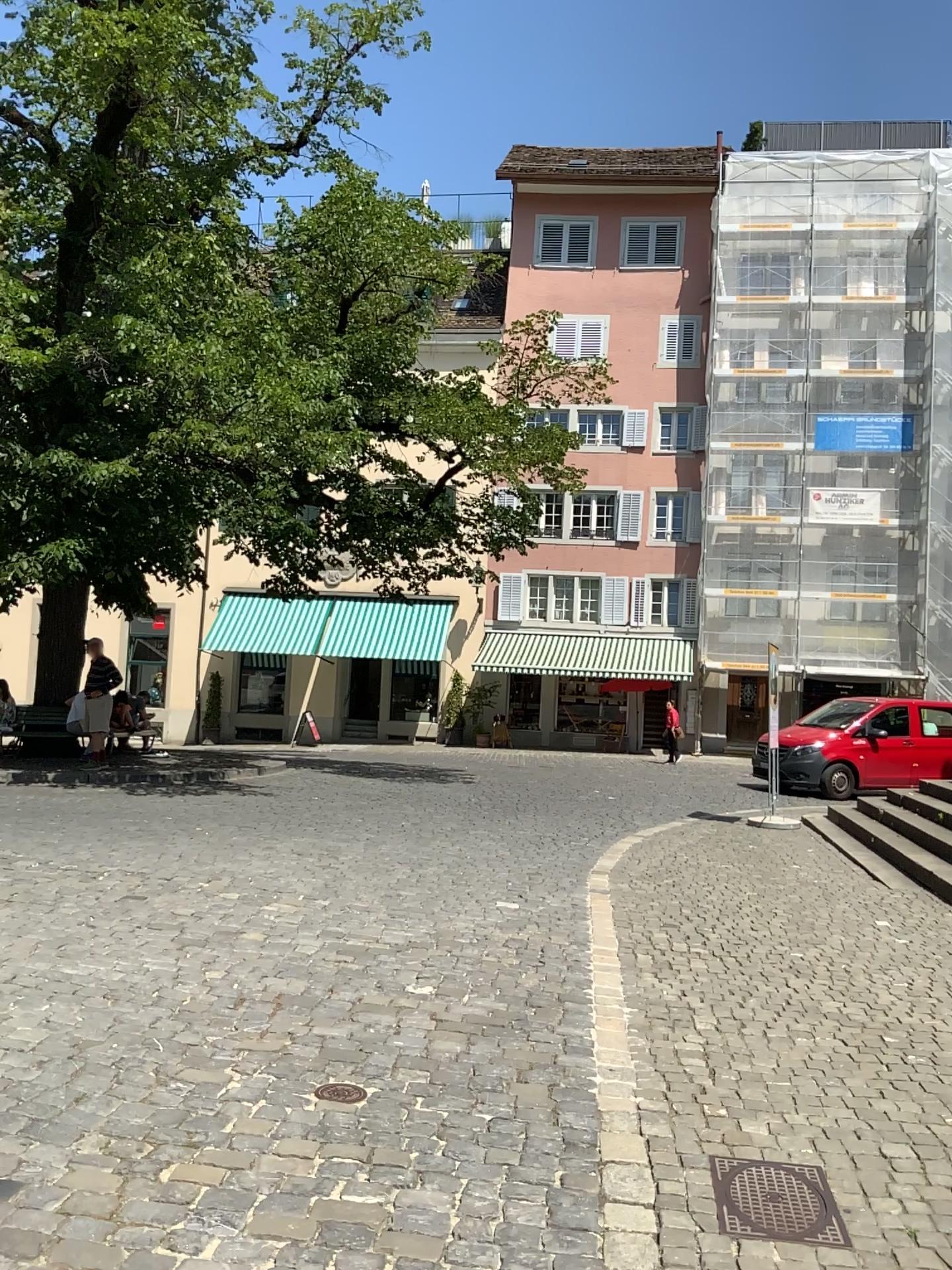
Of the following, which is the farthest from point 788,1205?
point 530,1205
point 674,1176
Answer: point 530,1205
